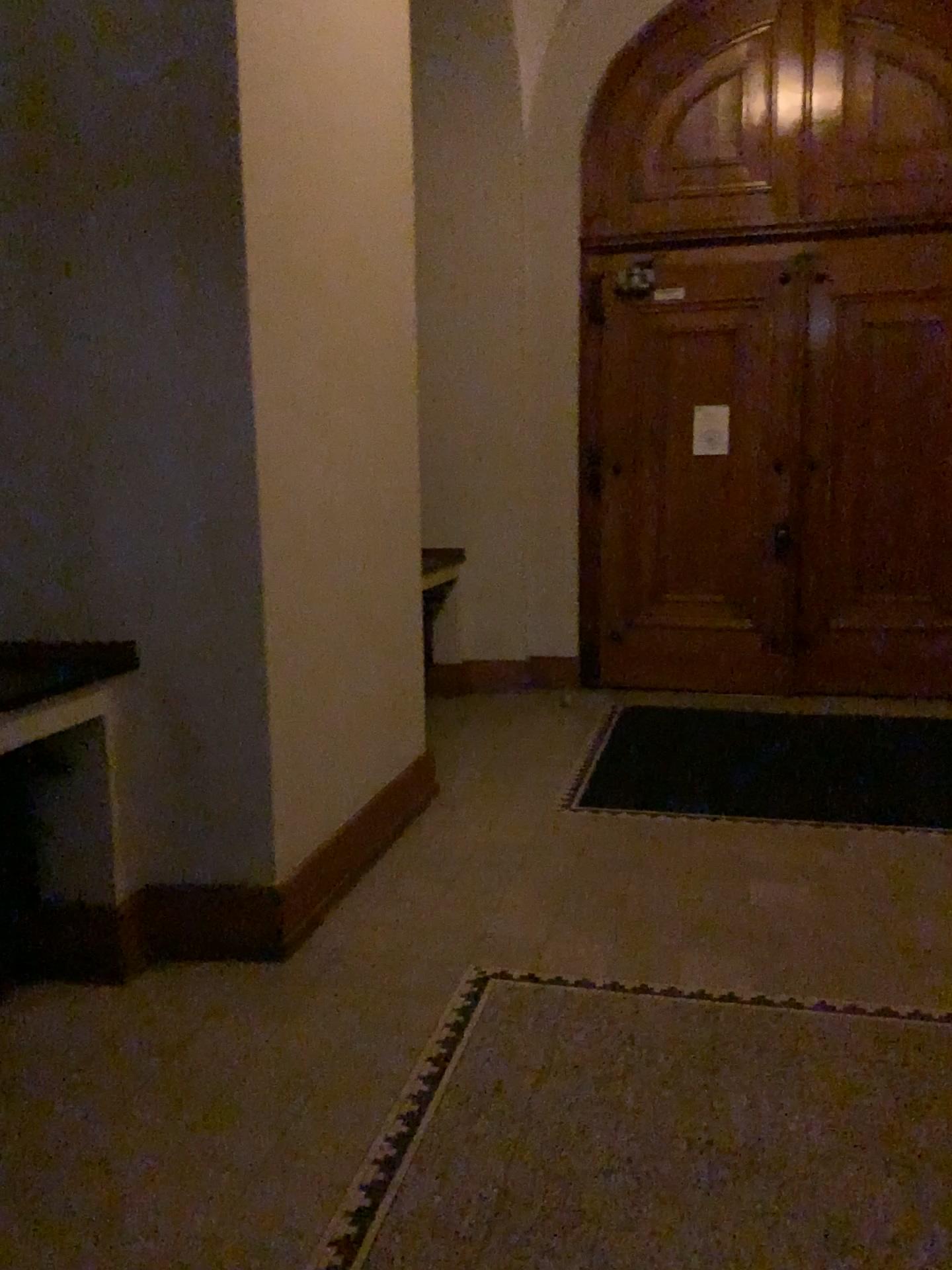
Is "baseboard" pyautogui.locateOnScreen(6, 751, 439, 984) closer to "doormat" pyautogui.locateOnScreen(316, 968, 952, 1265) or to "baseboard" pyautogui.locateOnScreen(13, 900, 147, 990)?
"baseboard" pyautogui.locateOnScreen(13, 900, 147, 990)

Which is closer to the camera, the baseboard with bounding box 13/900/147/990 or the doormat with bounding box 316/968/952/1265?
the doormat with bounding box 316/968/952/1265

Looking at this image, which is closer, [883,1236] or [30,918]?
[883,1236]

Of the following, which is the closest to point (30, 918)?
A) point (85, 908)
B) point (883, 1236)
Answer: point (85, 908)

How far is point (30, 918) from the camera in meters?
2.9 m

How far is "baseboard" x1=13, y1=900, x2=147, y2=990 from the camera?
2.9m

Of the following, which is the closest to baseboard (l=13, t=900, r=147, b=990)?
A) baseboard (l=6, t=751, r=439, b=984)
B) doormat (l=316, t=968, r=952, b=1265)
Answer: baseboard (l=6, t=751, r=439, b=984)

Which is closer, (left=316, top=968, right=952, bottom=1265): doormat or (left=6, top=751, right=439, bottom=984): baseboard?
(left=316, top=968, right=952, bottom=1265): doormat

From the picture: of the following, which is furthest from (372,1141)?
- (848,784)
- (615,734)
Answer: (615,734)
